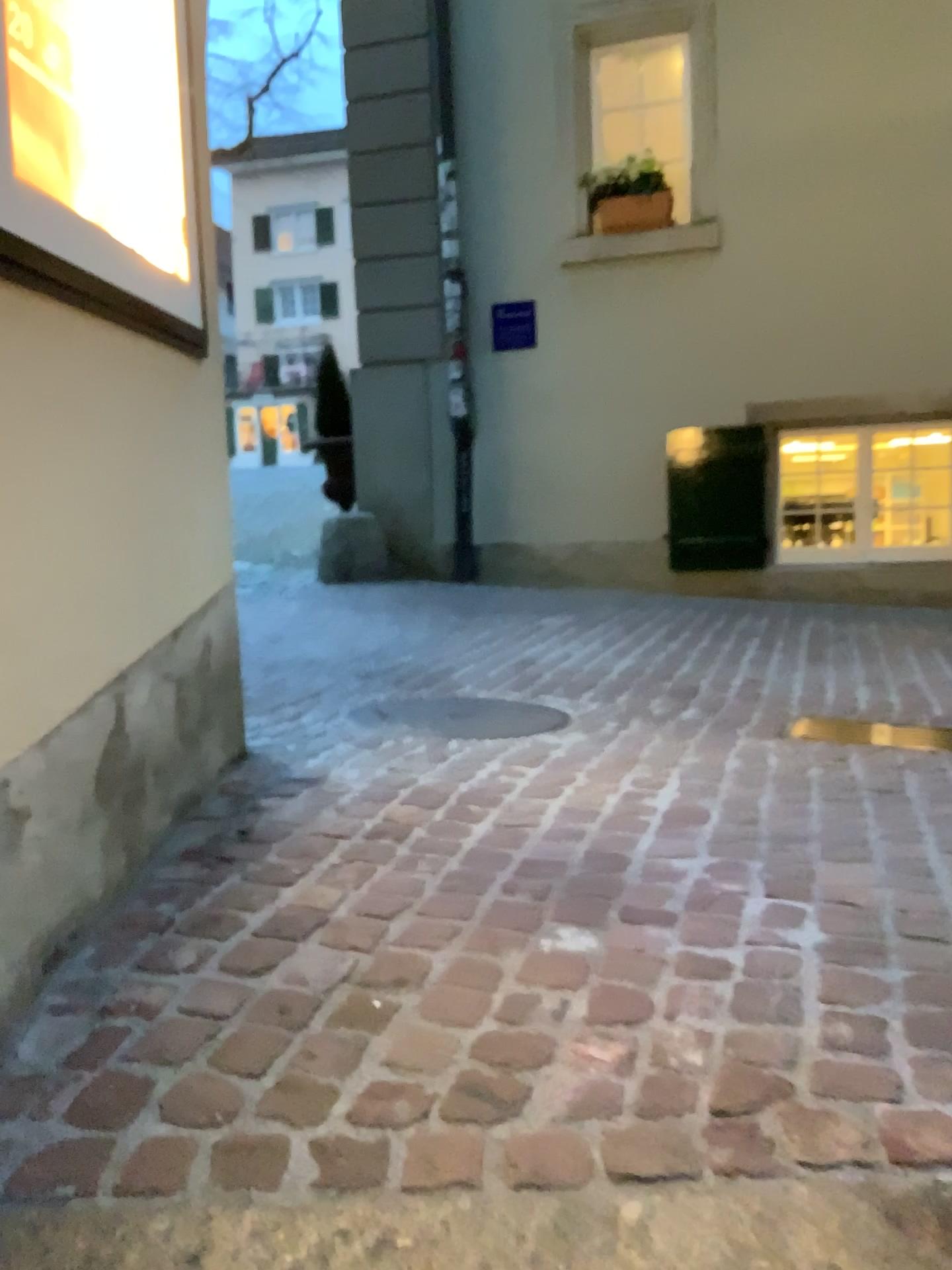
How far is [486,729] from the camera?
3.1m

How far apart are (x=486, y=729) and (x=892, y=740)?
1.2m

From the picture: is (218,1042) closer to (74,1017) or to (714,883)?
(74,1017)

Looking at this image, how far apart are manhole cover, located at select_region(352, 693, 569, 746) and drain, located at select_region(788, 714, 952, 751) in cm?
70

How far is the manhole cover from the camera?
3.1 meters

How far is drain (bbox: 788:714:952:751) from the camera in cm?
301

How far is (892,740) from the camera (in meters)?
3.01
